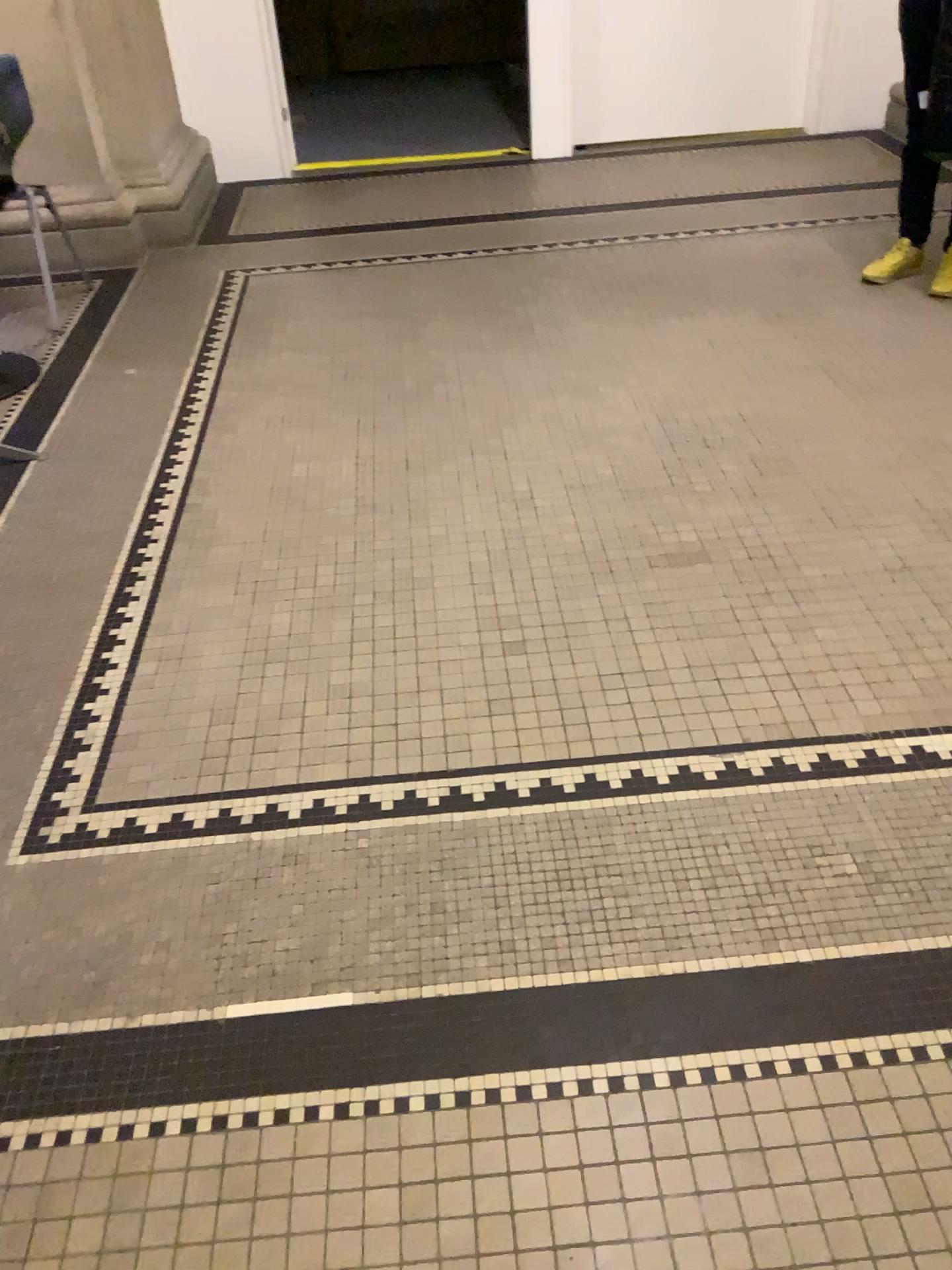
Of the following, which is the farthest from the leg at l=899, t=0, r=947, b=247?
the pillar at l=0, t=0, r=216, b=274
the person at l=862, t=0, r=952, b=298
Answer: the pillar at l=0, t=0, r=216, b=274

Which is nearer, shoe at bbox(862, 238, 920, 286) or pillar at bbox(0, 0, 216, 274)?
shoe at bbox(862, 238, 920, 286)

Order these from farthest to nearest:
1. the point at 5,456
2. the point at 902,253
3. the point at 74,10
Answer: the point at 74,10 → the point at 902,253 → the point at 5,456

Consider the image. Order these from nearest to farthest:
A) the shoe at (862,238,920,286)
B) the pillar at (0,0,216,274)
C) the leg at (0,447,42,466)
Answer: the leg at (0,447,42,466) → the shoe at (862,238,920,286) → the pillar at (0,0,216,274)

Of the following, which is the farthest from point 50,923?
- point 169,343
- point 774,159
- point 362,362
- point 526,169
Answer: point 774,159

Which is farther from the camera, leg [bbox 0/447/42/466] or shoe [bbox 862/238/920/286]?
shoe [bbox 862/238/920/286]

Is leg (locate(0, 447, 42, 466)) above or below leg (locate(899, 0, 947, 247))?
below

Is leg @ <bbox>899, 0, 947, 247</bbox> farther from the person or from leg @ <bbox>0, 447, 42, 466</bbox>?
leg @ <bbox>0, 447, 42, 466</bbox>

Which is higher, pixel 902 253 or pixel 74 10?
pixel 74 10

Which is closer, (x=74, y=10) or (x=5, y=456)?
(x=5, y=456)
